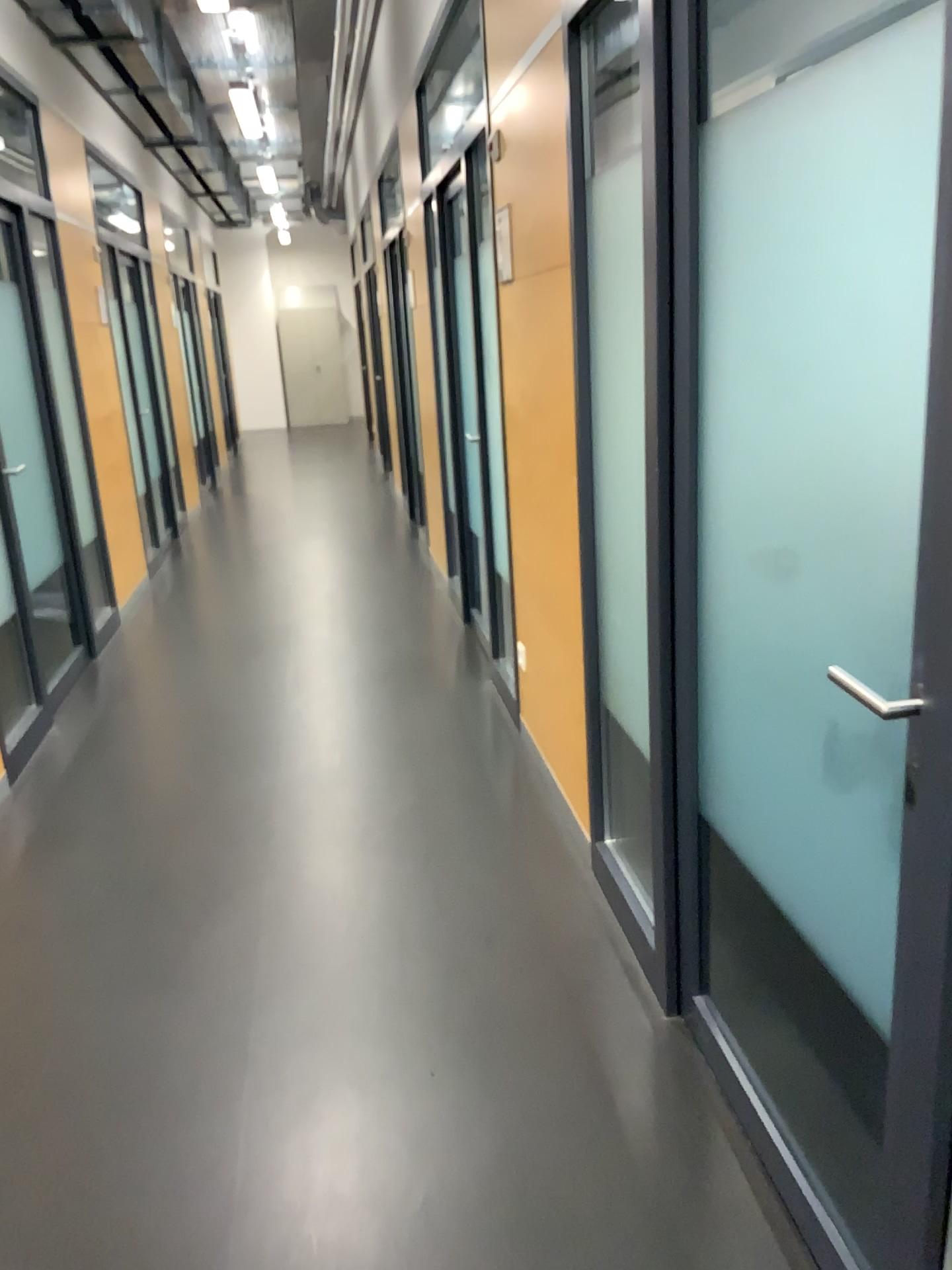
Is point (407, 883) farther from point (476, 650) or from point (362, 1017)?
point (476, 650)
